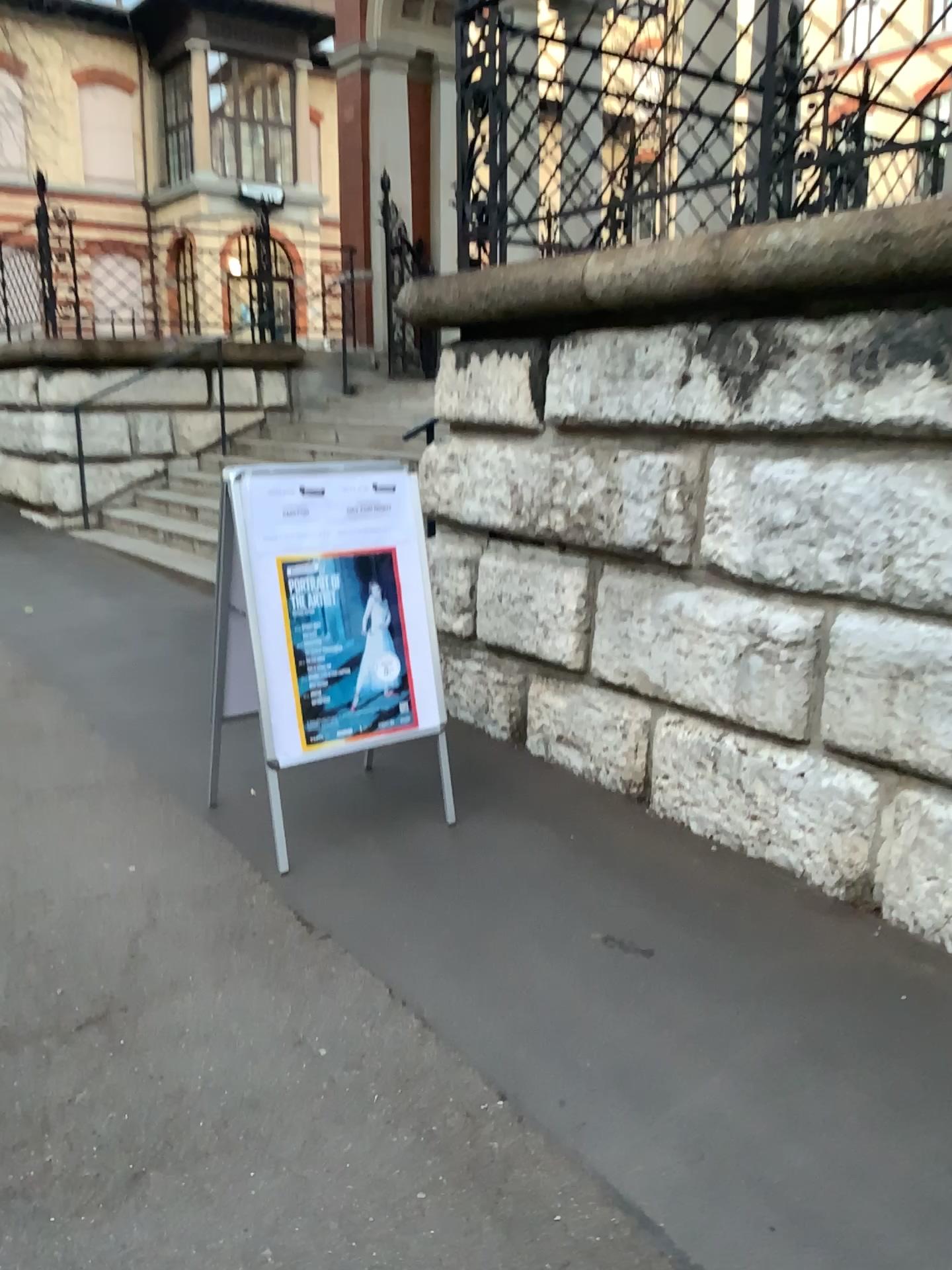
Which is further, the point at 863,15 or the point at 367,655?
the point at 367,655

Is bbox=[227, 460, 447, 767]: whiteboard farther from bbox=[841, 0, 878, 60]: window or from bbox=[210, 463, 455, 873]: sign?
bbox=[841, 0, 878, 60]: window

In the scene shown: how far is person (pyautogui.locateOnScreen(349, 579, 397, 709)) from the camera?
3.3m

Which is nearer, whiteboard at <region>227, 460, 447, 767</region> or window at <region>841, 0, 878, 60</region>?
window at <region>841, 0, 878, 60</region>

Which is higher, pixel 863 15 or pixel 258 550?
pixel 863 15

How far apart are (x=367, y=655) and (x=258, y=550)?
0.5m

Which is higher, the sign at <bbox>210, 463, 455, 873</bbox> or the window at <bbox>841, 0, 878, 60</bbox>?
the window at <bbox>841, 0, 878, 60</bbox>

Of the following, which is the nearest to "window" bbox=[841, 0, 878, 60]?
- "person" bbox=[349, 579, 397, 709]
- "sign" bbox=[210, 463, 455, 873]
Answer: "sign" bbox=[210, 463, 455, 873]

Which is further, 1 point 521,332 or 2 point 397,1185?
1 point 521,332
